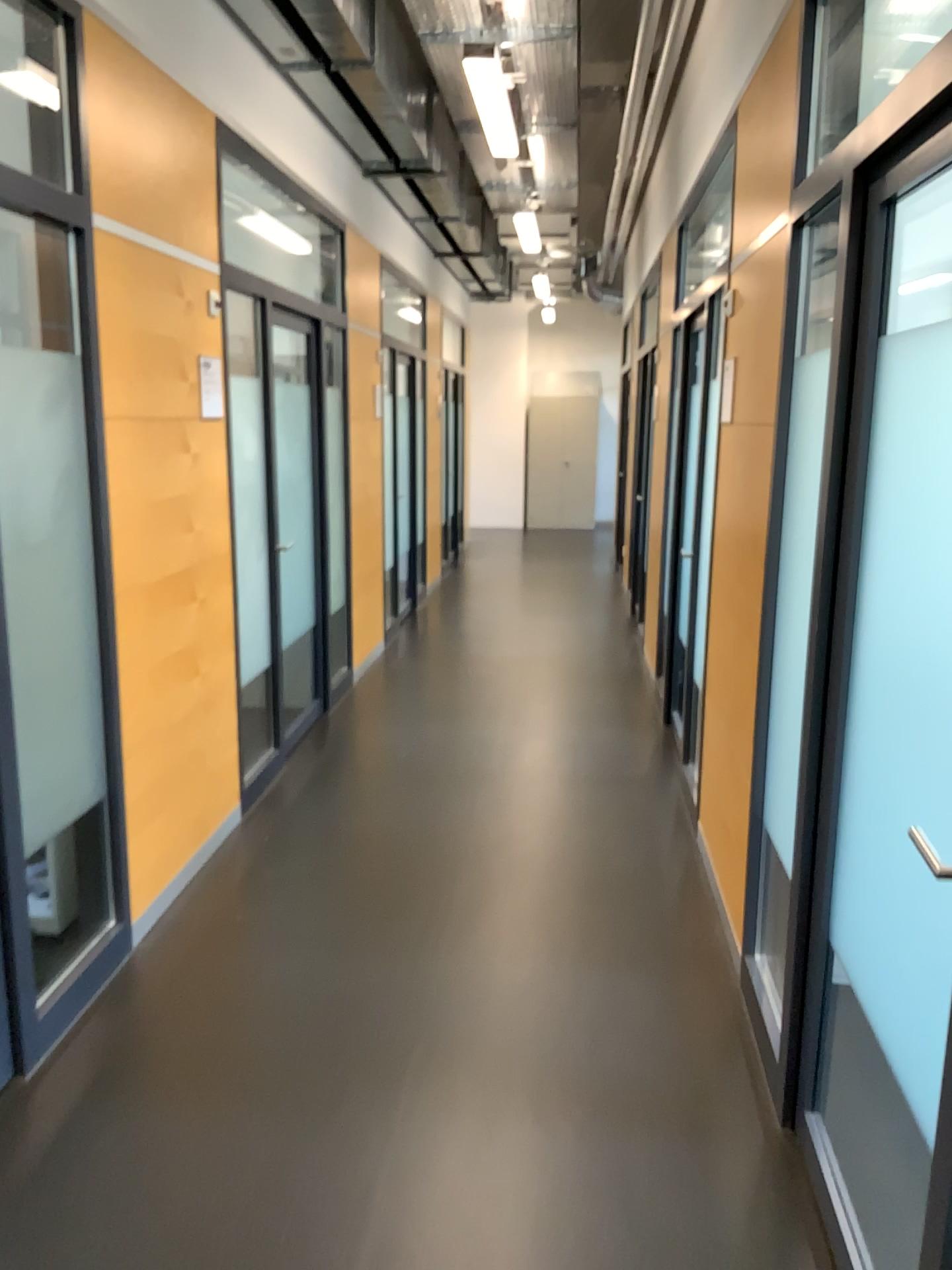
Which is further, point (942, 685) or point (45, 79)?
point (45, 79)

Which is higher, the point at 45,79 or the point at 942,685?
the point at 45,79

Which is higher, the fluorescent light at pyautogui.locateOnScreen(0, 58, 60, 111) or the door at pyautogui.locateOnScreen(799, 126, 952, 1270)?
the fluorescent light at pyautogui.locateOnScreen(0, 58, 60, 111)

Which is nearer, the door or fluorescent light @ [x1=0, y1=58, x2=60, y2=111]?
the door

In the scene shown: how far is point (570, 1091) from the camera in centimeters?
254cm
